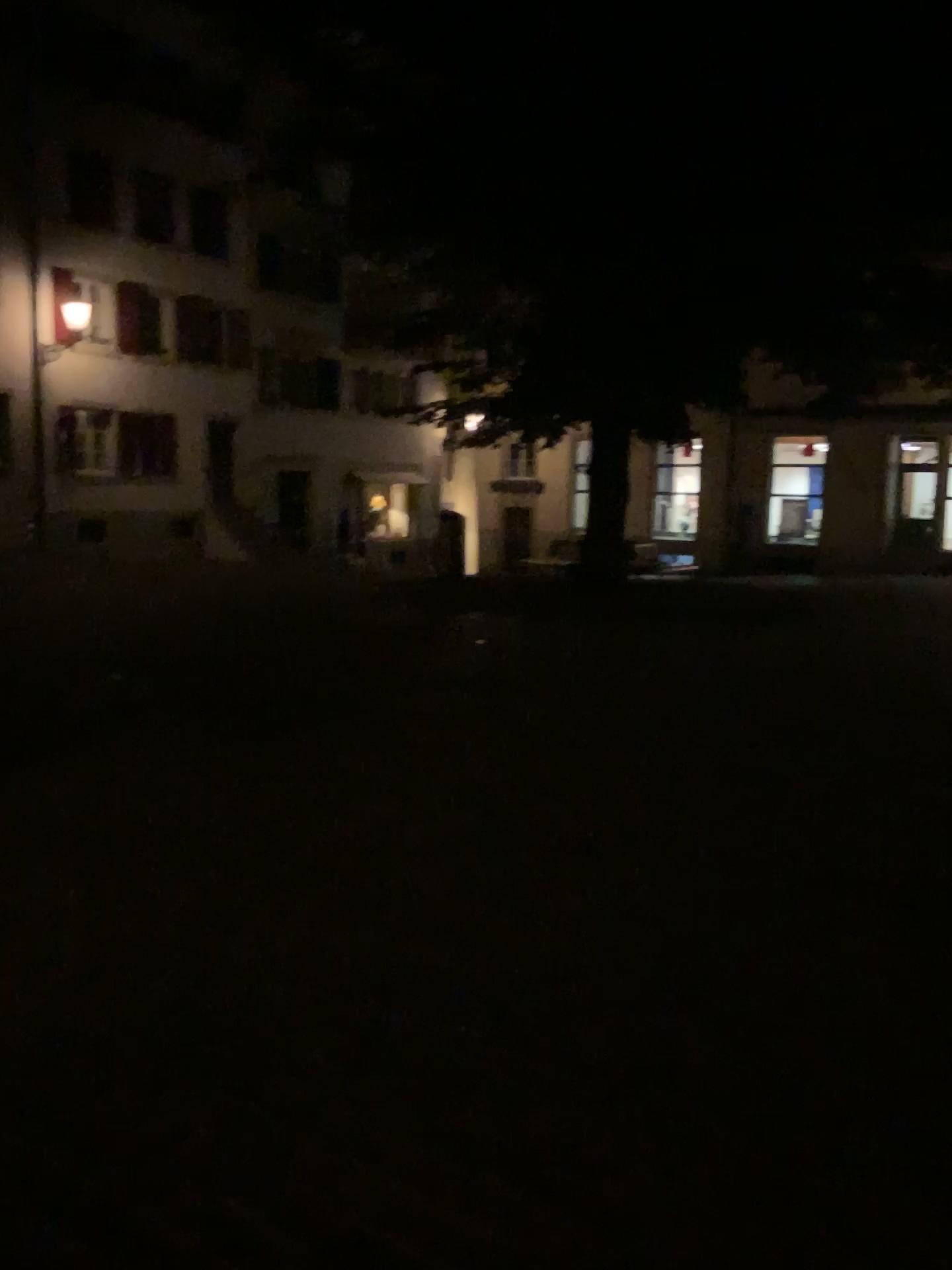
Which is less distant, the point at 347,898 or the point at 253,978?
the point at 253,978
